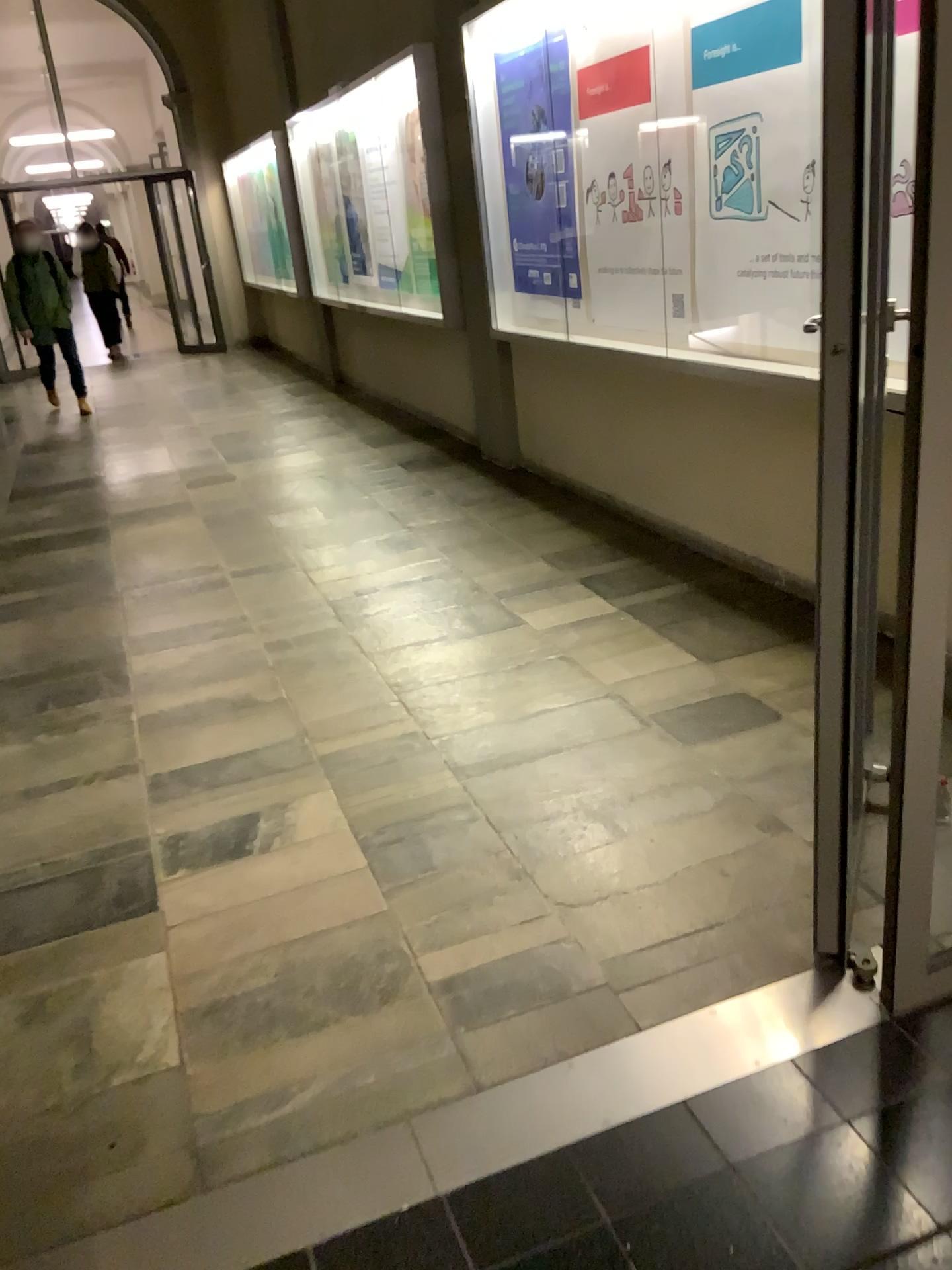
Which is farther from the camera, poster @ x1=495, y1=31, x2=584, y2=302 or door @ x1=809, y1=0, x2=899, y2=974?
poster @ x1=495, y1=31, x2=584, y2=302

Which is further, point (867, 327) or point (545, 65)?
point (545, 65)

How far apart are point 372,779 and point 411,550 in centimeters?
201cm

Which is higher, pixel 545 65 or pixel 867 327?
pixel 545 65
